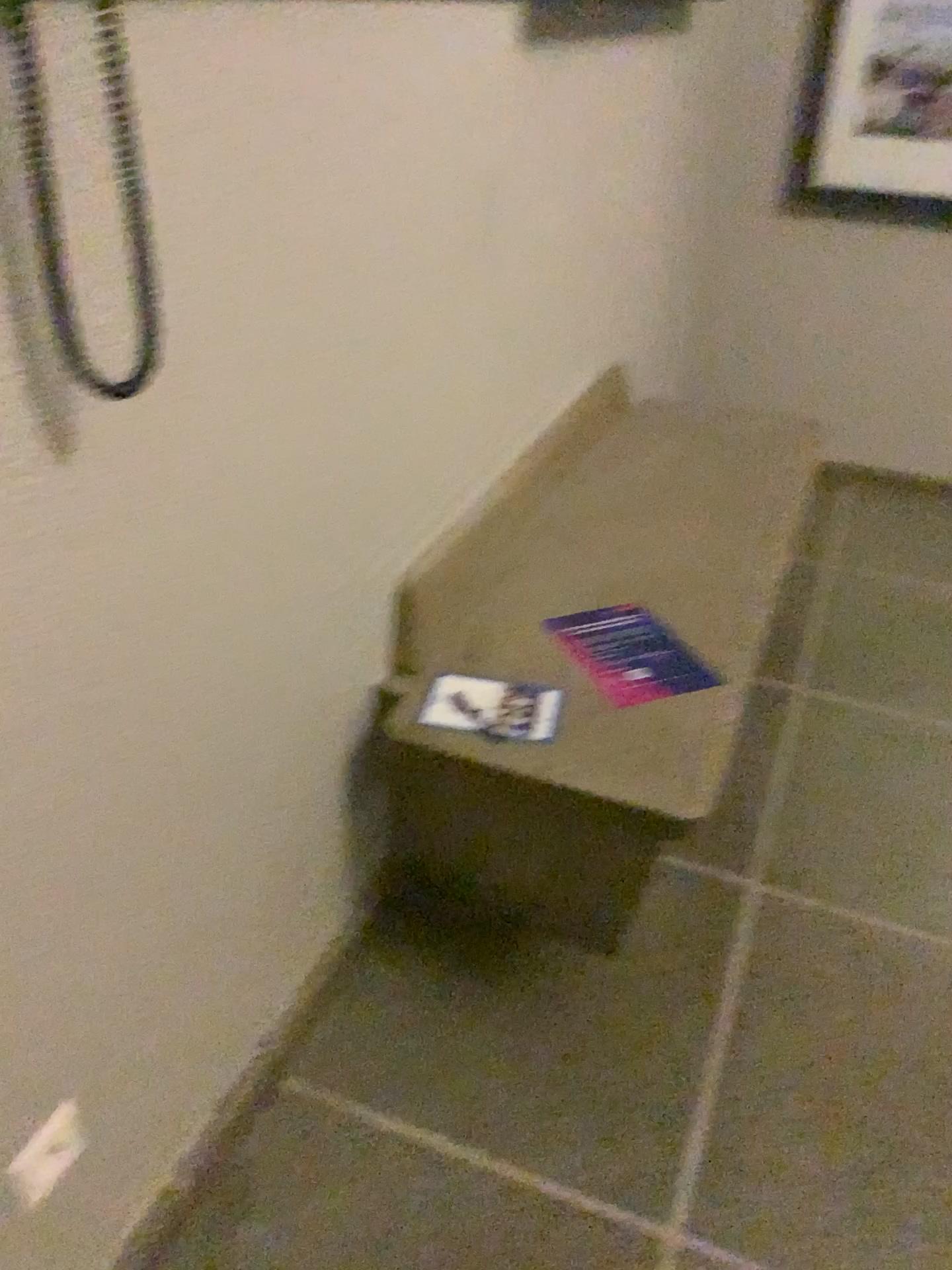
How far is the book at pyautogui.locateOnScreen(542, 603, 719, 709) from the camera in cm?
167

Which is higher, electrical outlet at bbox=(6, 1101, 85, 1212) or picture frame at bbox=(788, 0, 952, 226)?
picture frame at bbox=(788, 0, 952, 226)

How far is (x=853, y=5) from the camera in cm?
298

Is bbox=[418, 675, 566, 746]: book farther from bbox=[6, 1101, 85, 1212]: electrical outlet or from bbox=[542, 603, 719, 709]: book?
bbox=[6, 1101, 85, 1212]: electrical outlet

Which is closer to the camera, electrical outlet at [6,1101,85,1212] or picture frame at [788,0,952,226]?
electrical outlet at [6,1101,85,1212]

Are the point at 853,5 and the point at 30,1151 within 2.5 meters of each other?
no

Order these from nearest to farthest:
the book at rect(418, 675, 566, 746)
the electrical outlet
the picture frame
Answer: the electrical outlet → the book at rect(418, 675, 566, 746) → the picture frame

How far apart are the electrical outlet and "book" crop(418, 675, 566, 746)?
0.69m

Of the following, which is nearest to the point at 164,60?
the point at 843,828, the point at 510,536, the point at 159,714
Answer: the point at 159,714

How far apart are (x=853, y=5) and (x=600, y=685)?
2.42m
